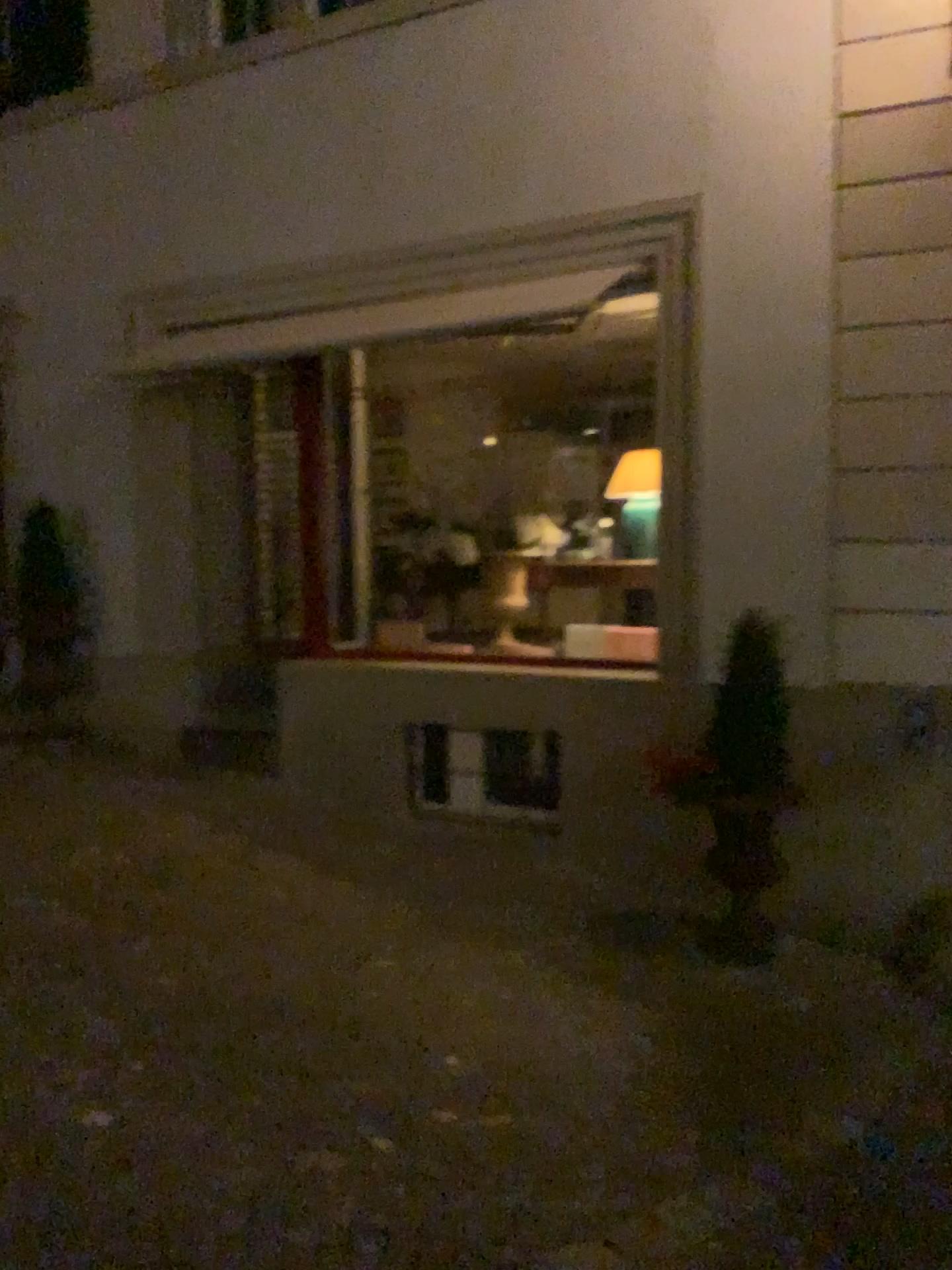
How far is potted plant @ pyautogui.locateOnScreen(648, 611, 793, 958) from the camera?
4.54m

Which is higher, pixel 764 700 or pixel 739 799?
pixel 764 700

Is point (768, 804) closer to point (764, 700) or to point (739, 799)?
point (739, 799)

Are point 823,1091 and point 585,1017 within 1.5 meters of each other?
yes

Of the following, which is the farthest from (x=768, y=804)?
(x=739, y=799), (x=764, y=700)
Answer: (x=764, y=700)
